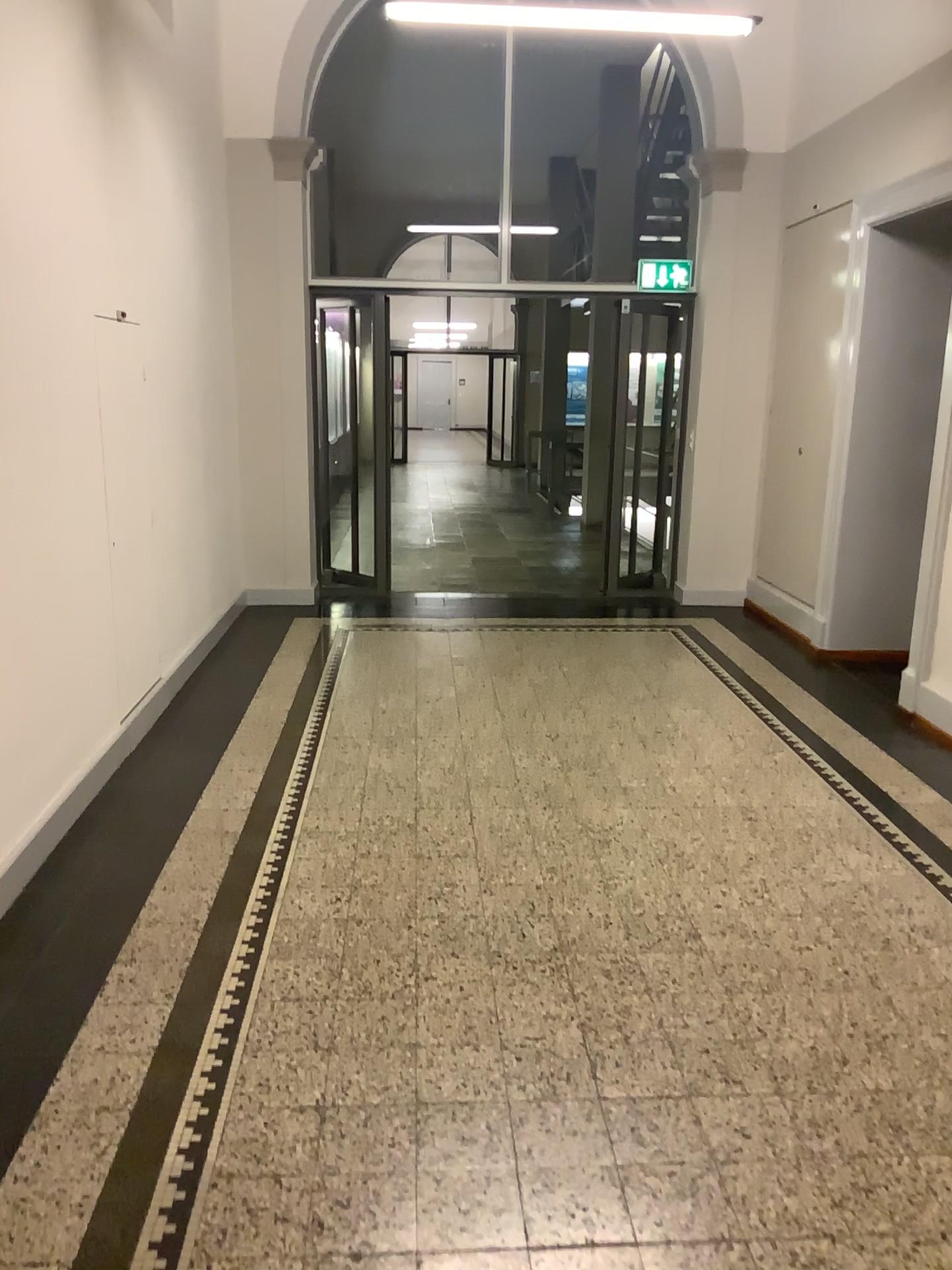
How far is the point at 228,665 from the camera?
5.6 meters
